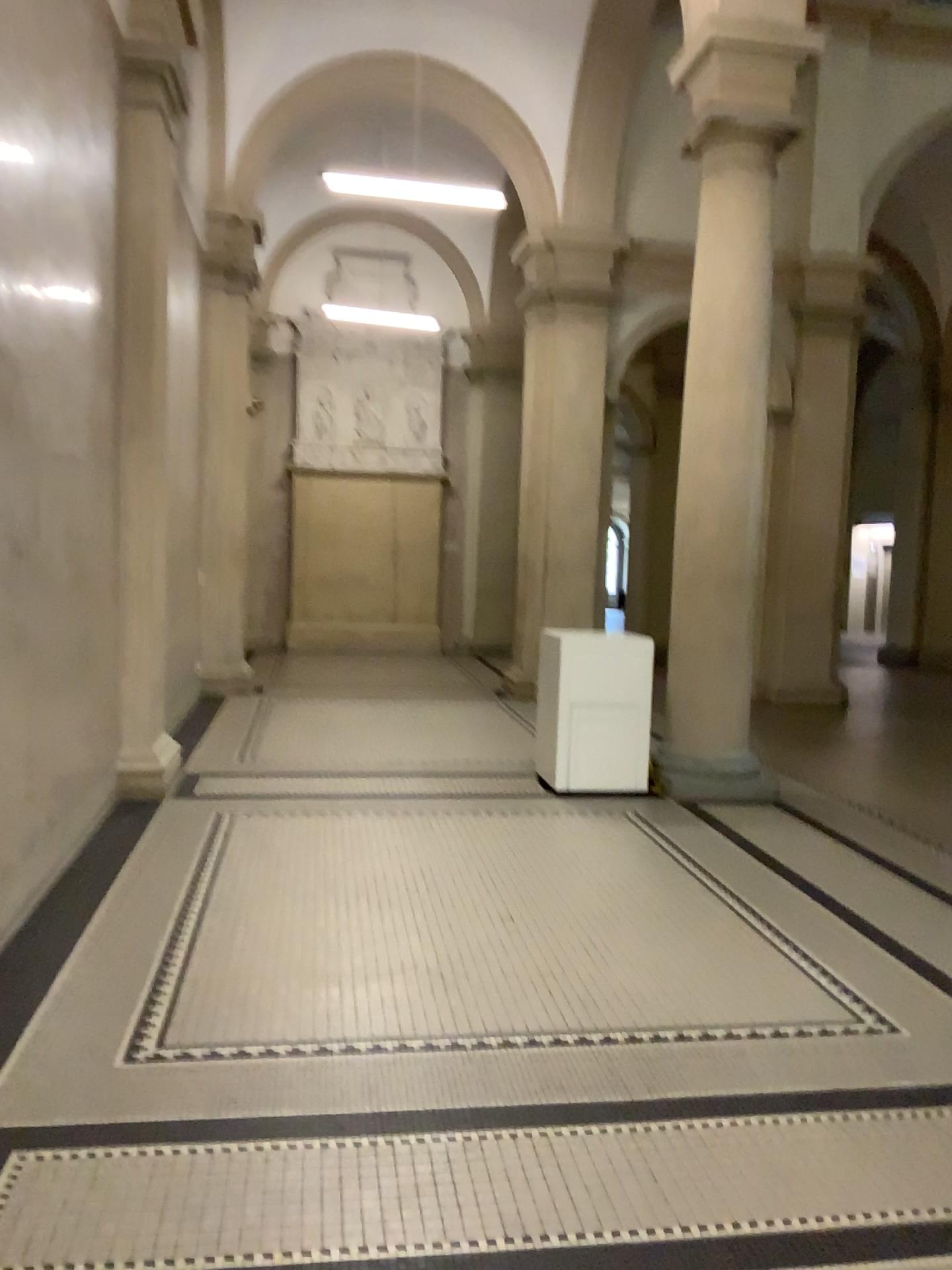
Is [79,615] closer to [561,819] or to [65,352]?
[65,352]
